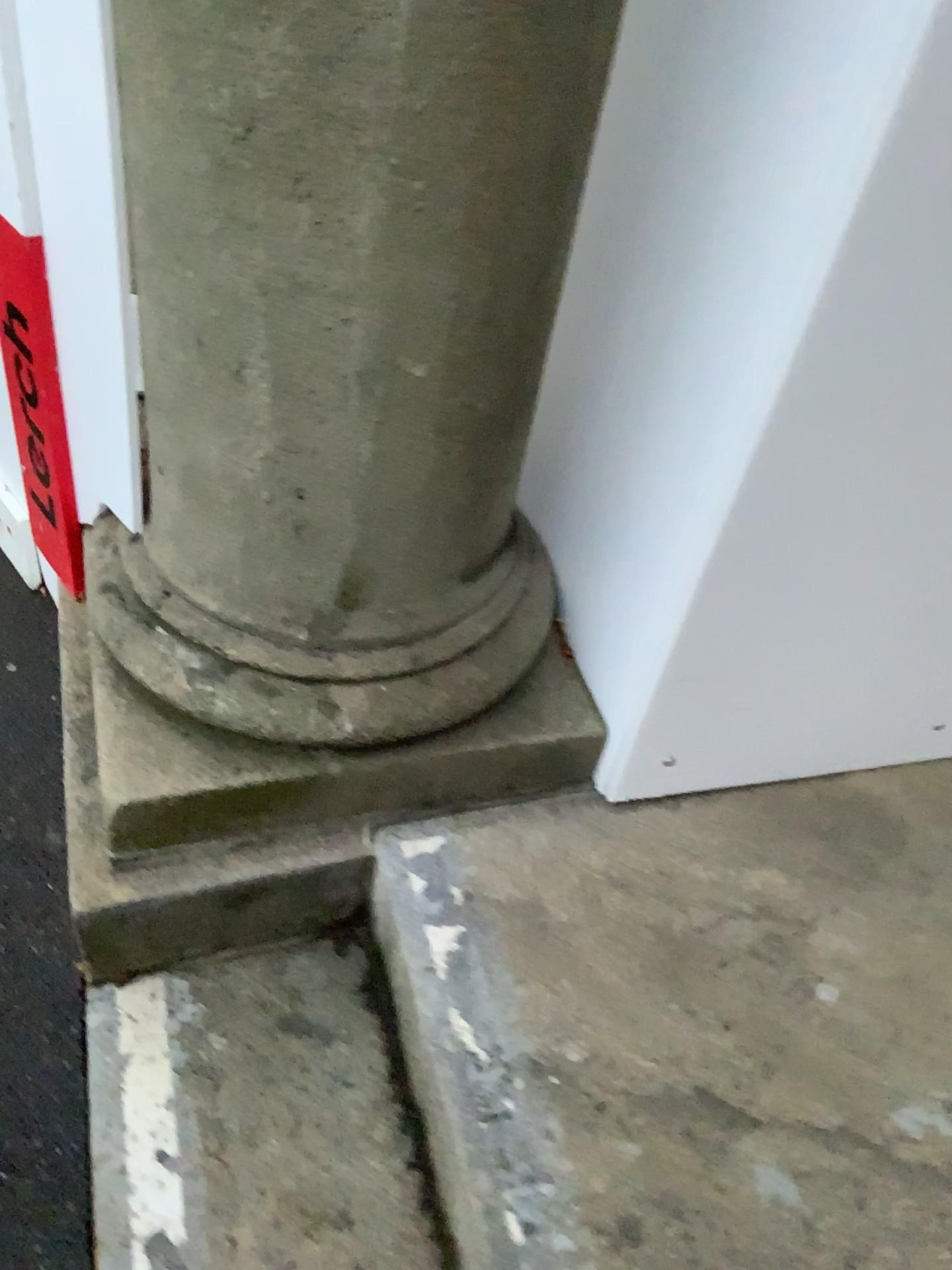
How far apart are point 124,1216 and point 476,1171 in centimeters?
37cm

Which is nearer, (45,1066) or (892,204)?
(892,204)

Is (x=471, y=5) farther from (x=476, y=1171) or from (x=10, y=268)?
(x=476, y=1171)

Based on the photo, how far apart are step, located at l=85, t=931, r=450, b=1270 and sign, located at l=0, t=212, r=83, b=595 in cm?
60

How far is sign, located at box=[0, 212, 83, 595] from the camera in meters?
1.2 m

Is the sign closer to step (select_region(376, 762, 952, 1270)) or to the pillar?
the pillar

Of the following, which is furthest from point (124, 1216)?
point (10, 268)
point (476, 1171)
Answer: point (10, 268)

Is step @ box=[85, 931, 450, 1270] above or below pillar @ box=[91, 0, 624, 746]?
below

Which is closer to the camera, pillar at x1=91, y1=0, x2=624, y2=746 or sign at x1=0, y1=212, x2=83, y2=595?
pillar at x1=91, y1=0, x2=624, y2=746

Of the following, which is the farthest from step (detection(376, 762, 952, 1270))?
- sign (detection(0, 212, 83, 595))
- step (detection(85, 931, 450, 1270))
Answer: sign (detection(0, 212, 83, 595))
